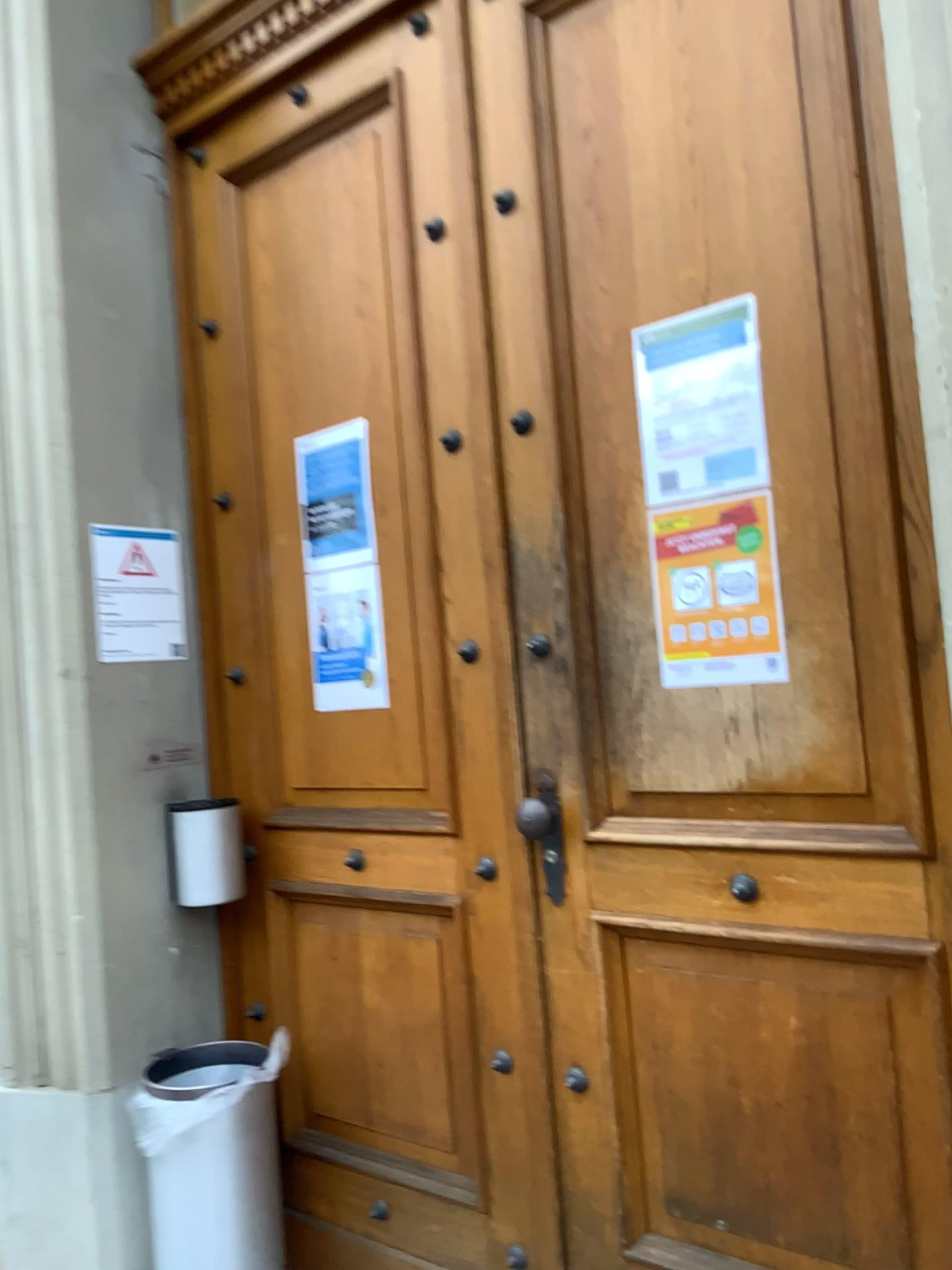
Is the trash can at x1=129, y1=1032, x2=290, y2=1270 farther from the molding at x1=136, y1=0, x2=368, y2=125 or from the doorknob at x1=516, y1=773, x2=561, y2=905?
the molding at x1=136, y1=0, x2=368, y2=125

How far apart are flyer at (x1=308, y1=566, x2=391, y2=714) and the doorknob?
0.4 meters

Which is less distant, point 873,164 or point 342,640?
point 873,164

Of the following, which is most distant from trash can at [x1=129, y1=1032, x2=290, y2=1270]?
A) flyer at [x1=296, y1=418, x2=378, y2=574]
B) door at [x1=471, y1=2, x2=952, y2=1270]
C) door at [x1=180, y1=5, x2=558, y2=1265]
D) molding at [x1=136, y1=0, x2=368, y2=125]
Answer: molding at [x1=136, y1=0, x2=368, y2=125]

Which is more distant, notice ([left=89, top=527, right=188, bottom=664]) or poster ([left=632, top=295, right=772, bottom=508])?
notice ([left=89, top=527, right=188, bottom=664])

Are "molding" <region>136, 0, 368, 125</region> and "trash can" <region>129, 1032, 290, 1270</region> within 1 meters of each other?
no

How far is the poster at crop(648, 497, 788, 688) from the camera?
1.6m

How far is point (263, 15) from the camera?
2.3m

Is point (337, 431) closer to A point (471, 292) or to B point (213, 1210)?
A point (471, 292)

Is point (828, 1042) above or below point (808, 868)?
below
